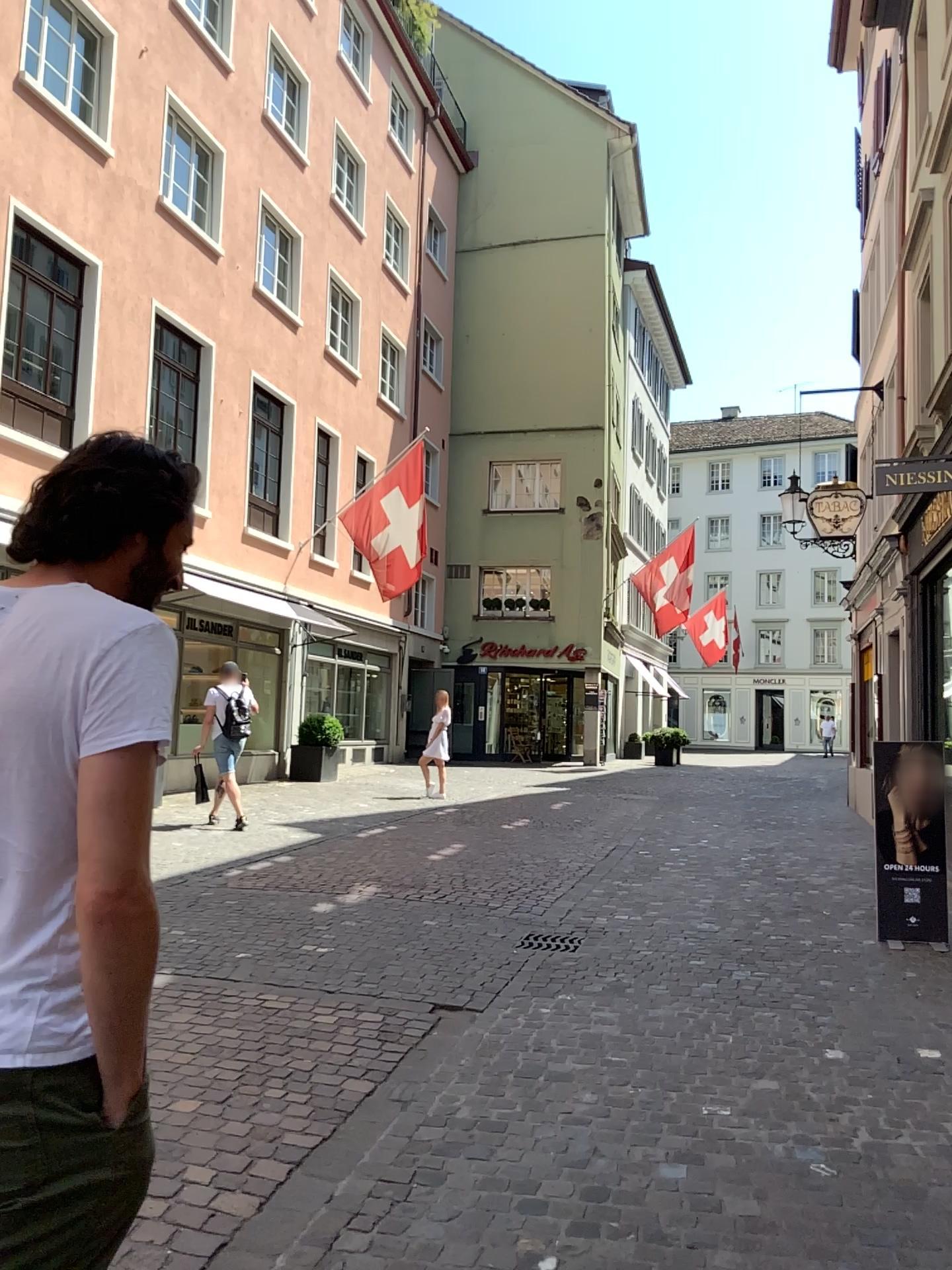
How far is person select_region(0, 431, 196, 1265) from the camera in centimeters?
118cm

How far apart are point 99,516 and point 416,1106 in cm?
284

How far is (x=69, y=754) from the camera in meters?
1.2
